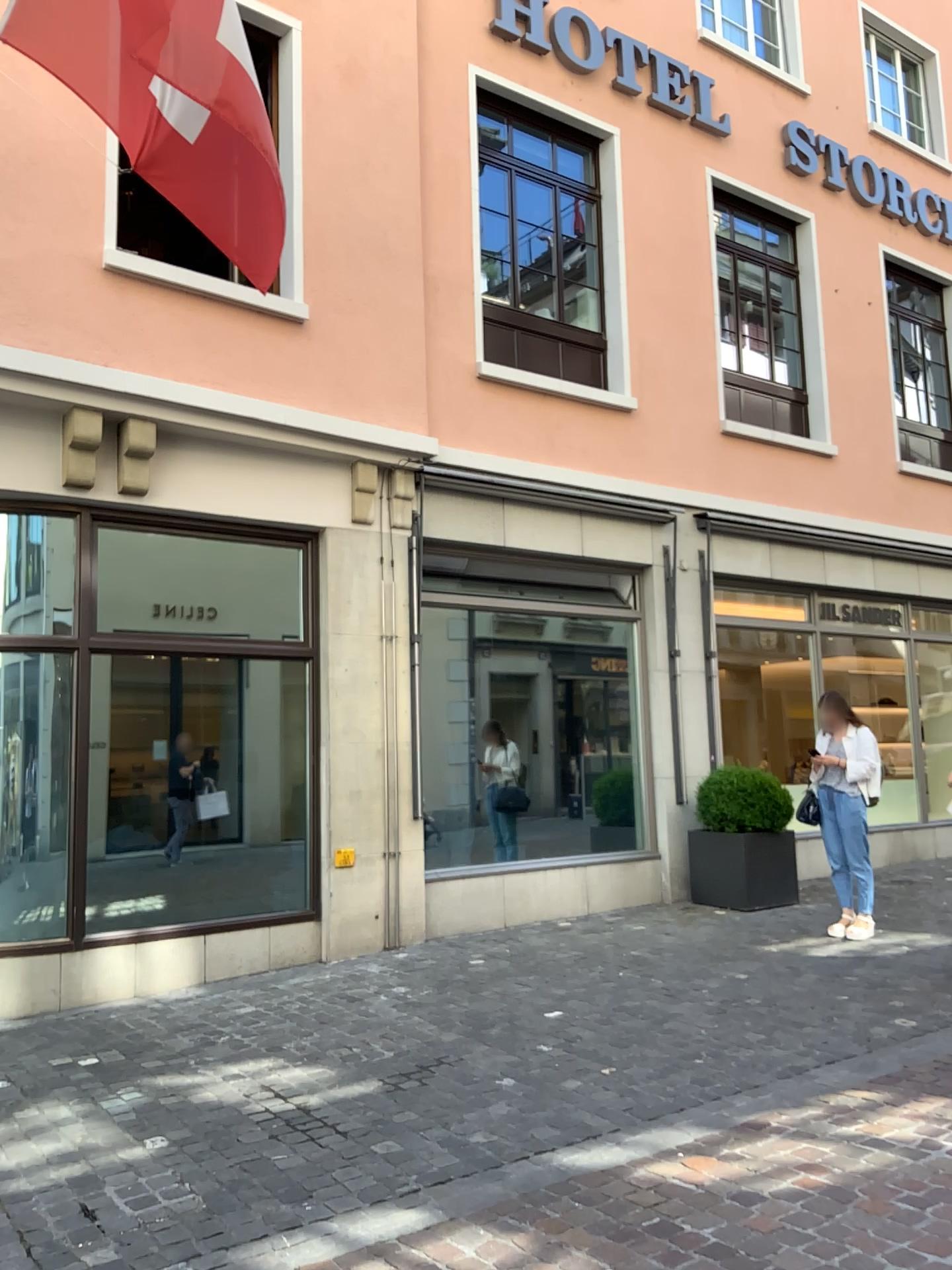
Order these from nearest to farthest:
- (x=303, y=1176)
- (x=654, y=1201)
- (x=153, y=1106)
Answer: (x=654, y=1201) → (x=303, y=1176) → (x=153, y=1106)
